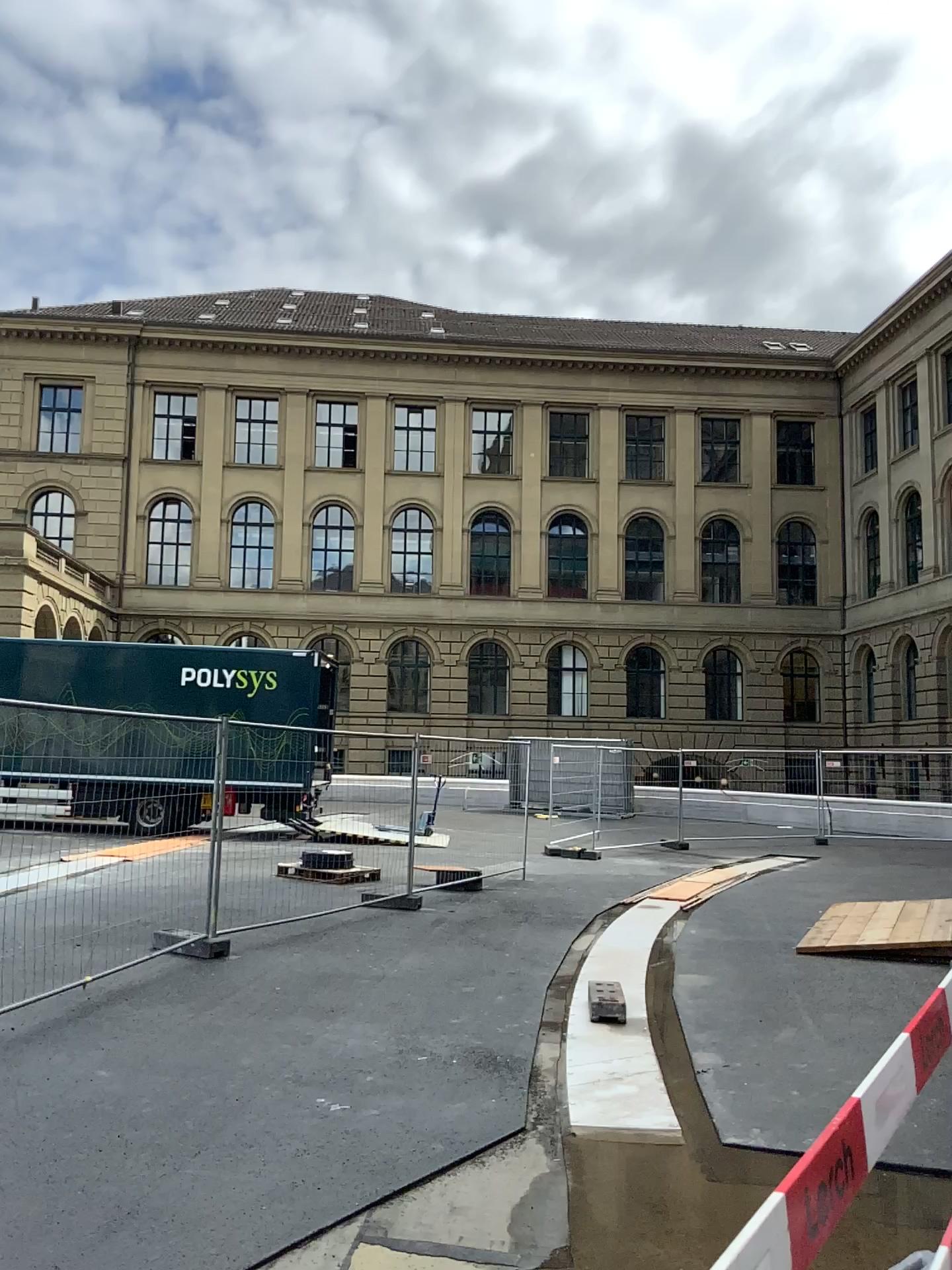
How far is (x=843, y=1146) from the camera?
2.02m
